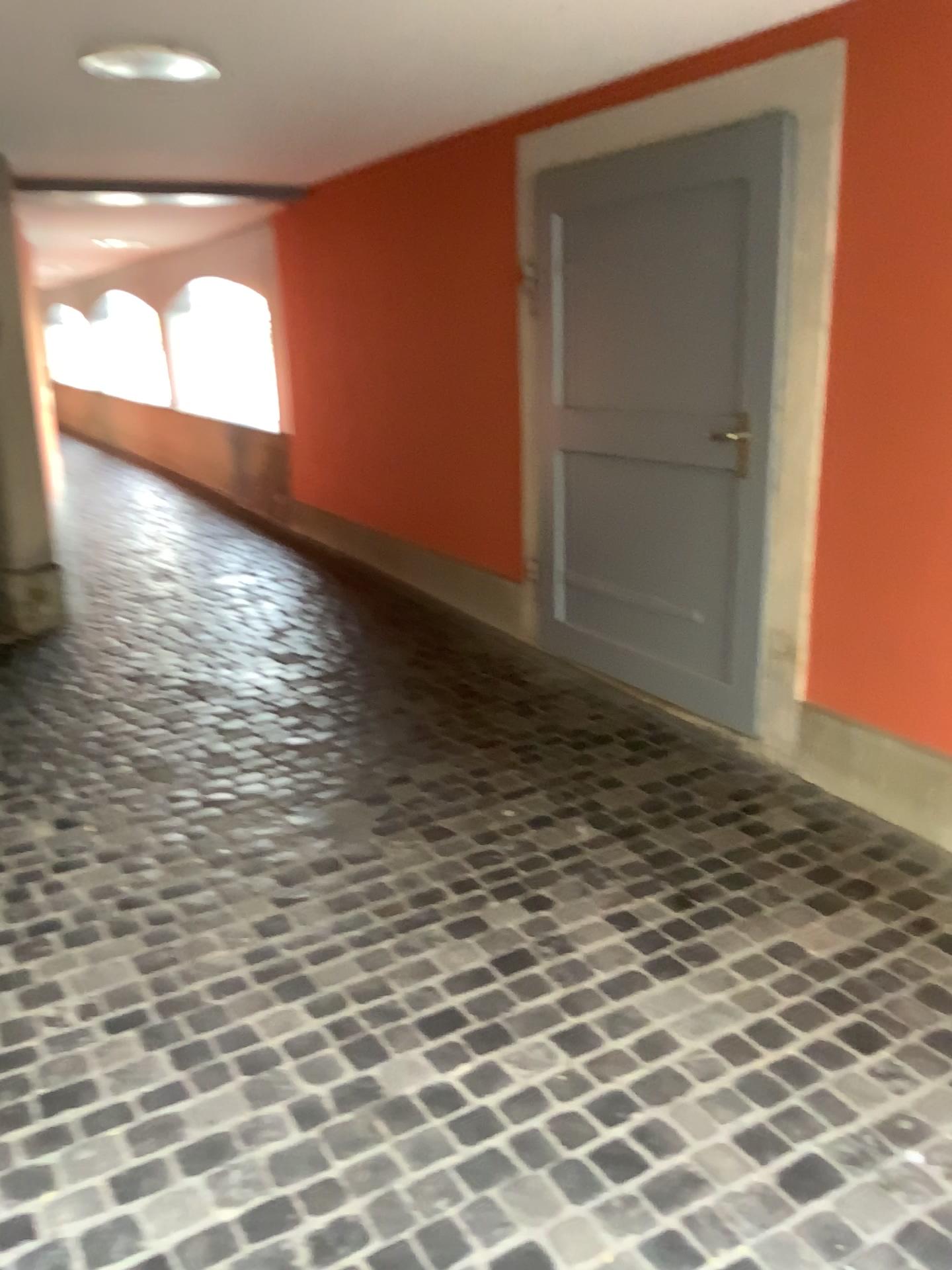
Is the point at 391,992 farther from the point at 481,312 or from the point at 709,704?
the point at 481,312
